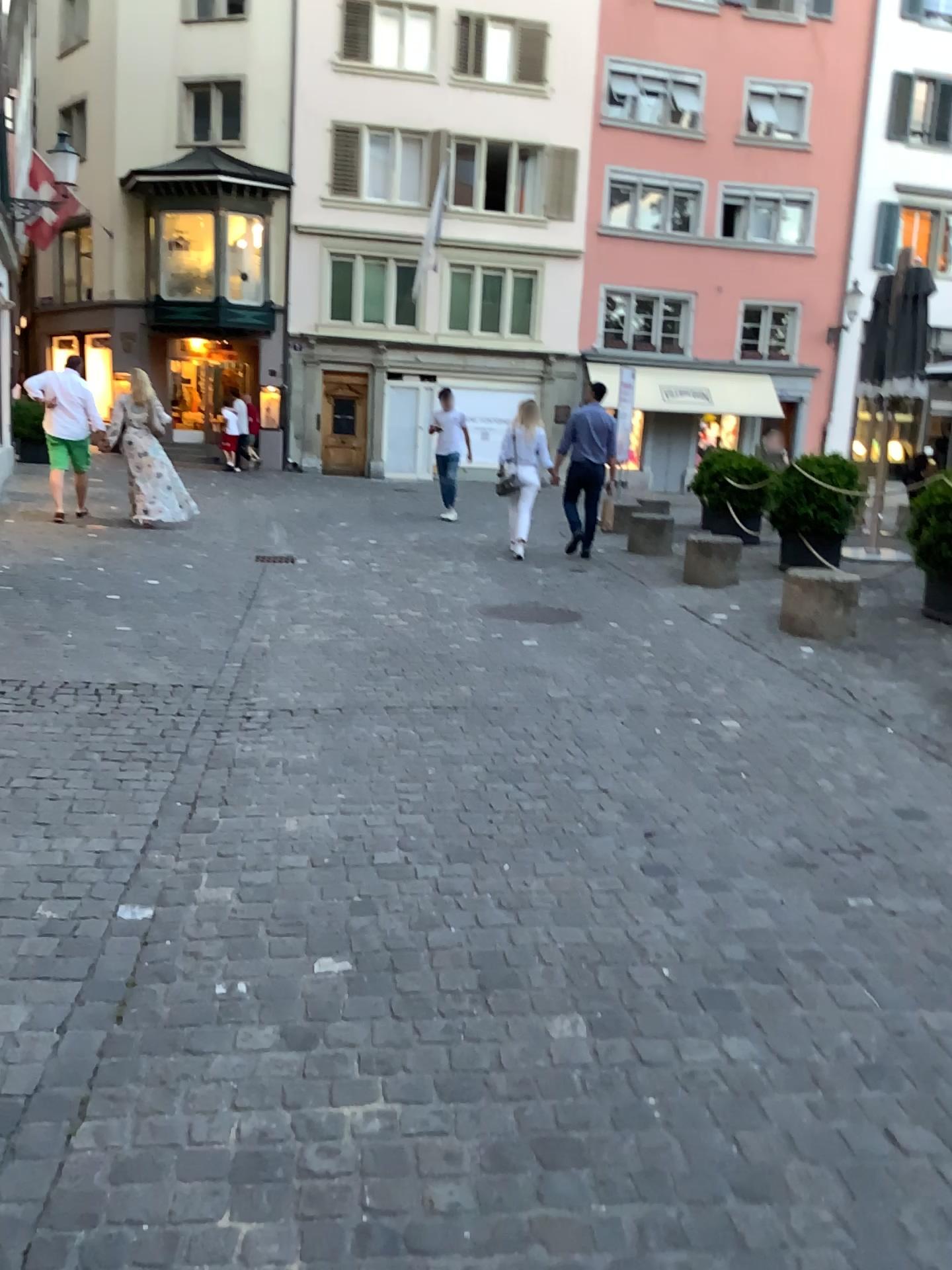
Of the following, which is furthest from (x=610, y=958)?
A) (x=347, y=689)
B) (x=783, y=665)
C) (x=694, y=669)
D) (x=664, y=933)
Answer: (x=783, y=665)
